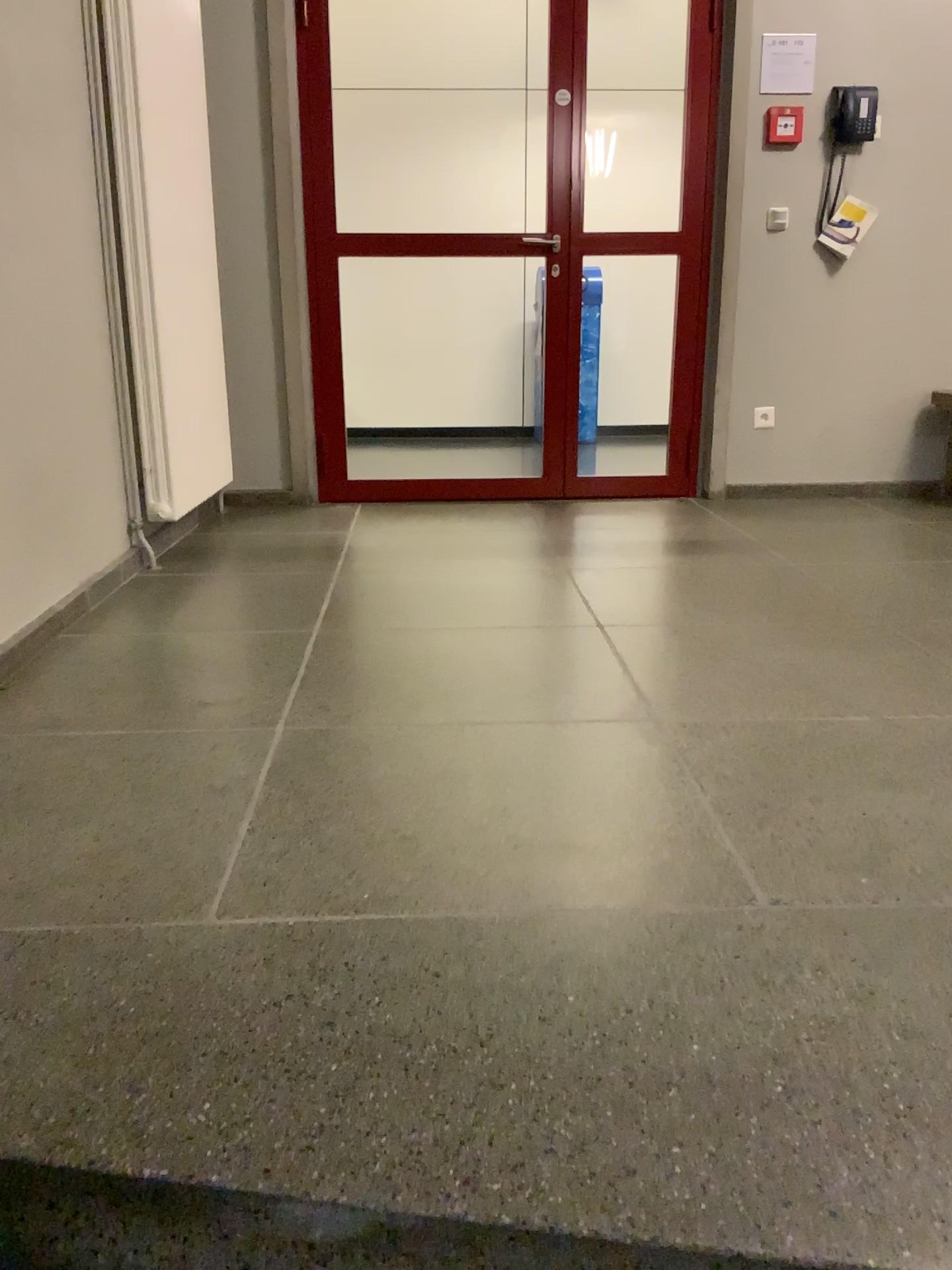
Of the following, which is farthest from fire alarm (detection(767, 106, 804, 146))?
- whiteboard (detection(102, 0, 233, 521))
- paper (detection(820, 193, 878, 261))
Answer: whiteboard (detection(102, 0, 233, 521))

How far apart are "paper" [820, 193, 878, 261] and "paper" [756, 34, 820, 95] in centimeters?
50cm

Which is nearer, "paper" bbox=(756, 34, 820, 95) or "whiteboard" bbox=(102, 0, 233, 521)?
"whiteboard" bbox=(102, 0, 233, 521)

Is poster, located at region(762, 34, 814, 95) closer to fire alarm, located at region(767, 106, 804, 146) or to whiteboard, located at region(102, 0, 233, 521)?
fire alarm, located at region(767, 106, 804, 146)

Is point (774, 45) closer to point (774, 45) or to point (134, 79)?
point (774, 45)

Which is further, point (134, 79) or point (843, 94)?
point (843, 94)

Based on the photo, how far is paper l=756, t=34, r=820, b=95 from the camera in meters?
4.2

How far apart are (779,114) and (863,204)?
0.5m

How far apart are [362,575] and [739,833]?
1.9 meters

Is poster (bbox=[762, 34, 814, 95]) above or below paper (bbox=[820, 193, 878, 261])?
above
